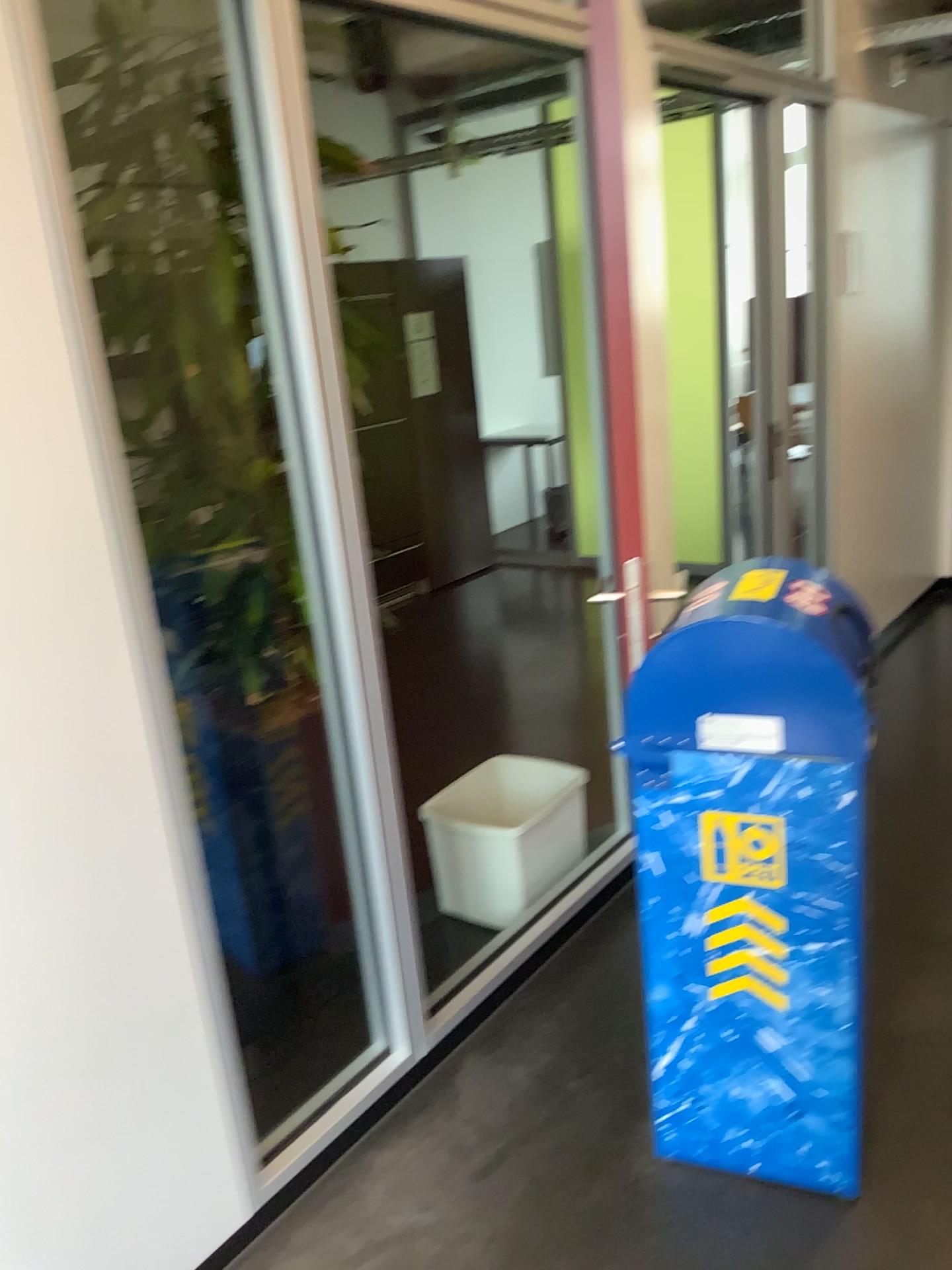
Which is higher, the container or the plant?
the plant

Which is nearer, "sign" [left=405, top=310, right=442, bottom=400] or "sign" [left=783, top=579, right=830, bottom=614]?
"sign" [left=783, top=579, right=830, bottom=614]

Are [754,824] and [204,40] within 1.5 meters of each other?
no

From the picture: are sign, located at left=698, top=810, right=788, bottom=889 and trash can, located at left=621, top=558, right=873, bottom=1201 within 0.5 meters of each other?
yes

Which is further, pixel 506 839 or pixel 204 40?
pixel 506 839

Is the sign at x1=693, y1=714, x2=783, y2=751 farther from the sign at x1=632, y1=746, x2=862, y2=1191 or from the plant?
the plant

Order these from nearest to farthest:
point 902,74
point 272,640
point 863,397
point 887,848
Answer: point 887,848, point 272,640, point 902,74, point 863,397

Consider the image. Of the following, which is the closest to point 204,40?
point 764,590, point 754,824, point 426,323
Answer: point 426,323

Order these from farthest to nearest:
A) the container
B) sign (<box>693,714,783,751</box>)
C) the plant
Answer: the container
the plant
sign (<box>693,714,783,751</box>)

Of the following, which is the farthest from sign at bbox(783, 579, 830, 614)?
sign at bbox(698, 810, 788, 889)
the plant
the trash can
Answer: the plant
